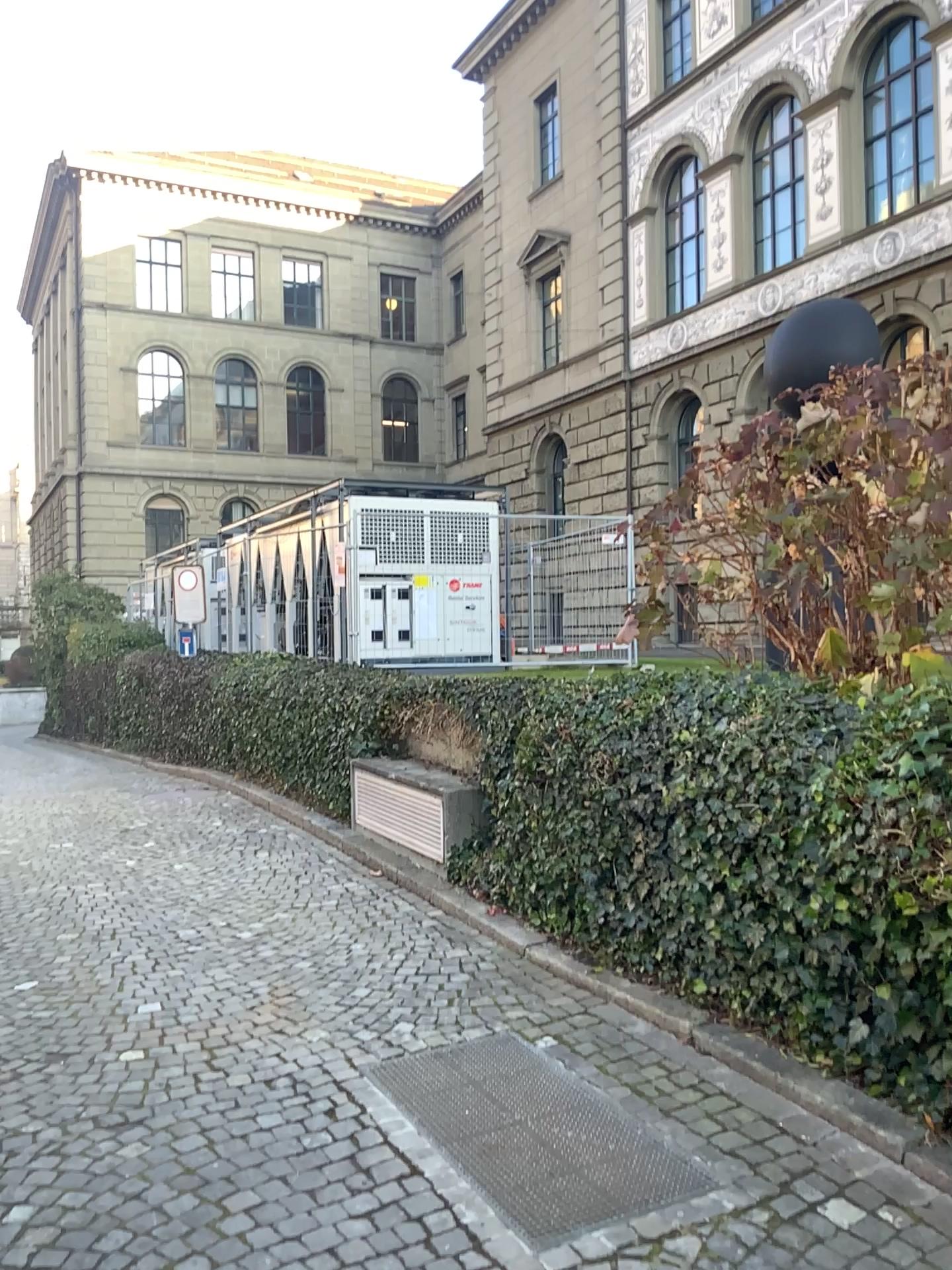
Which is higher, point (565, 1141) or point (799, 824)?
point (799, 824)
